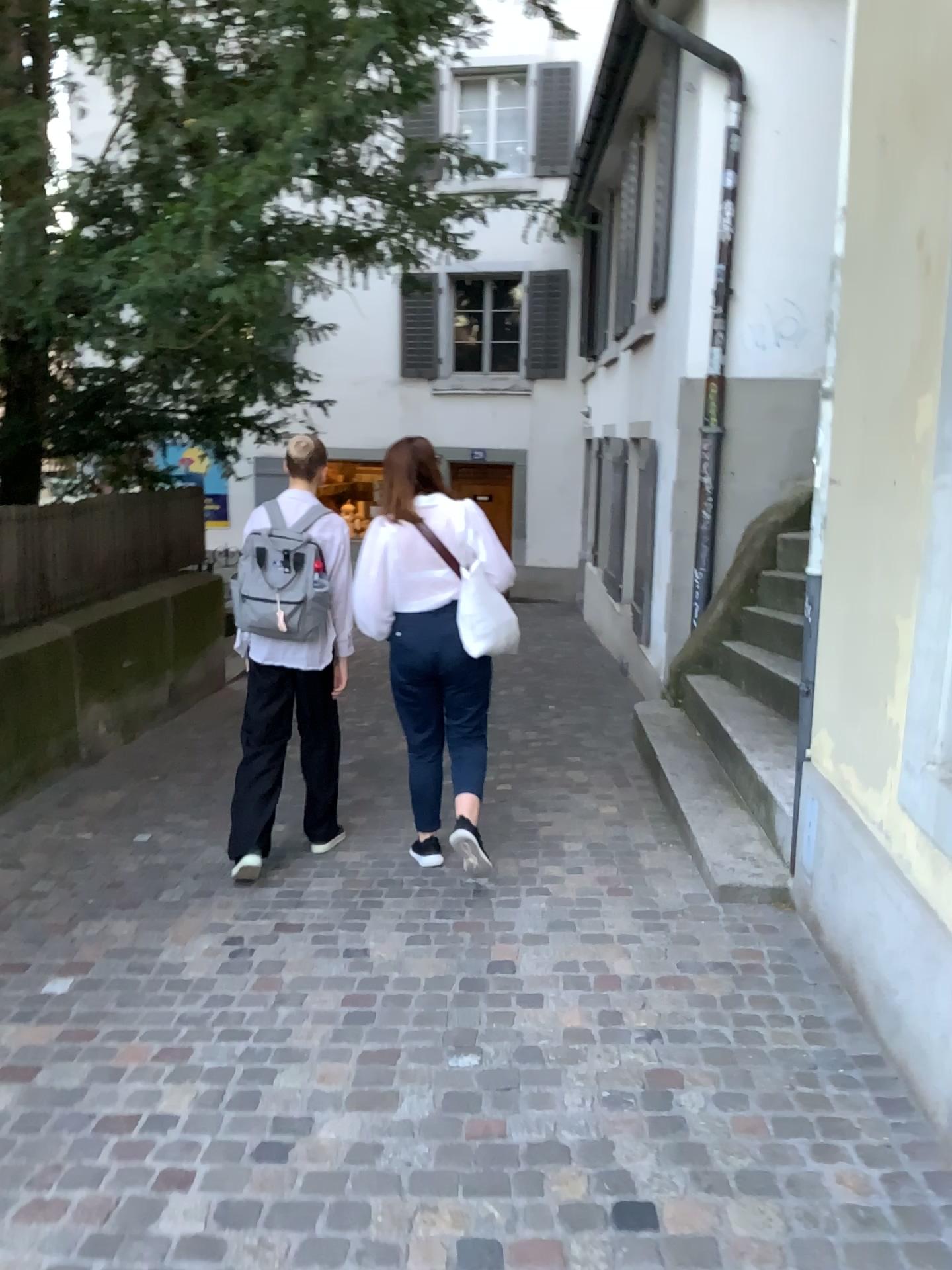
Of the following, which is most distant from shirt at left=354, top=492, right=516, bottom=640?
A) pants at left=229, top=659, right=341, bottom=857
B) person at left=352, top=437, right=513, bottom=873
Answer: pants at left=229, top=659, right=341, bottom=857

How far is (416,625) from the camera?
3.9 meters

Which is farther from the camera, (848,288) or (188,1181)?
(848,288)

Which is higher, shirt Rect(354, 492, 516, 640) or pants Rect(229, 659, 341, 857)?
shirt Rect(354, 492, 516, 640)

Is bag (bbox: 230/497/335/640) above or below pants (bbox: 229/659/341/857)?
above

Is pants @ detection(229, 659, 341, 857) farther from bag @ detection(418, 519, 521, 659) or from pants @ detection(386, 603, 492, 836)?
bag @ detection(418, 519, 521, 659)

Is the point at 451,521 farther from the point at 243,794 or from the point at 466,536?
the point at 243,794

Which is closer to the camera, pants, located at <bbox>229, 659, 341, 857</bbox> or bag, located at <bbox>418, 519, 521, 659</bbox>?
bag, located at <bbox>418, 519, 521, 659</bbox>

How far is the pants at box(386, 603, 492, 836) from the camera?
3.91m

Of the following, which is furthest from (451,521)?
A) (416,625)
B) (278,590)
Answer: (278,590)
